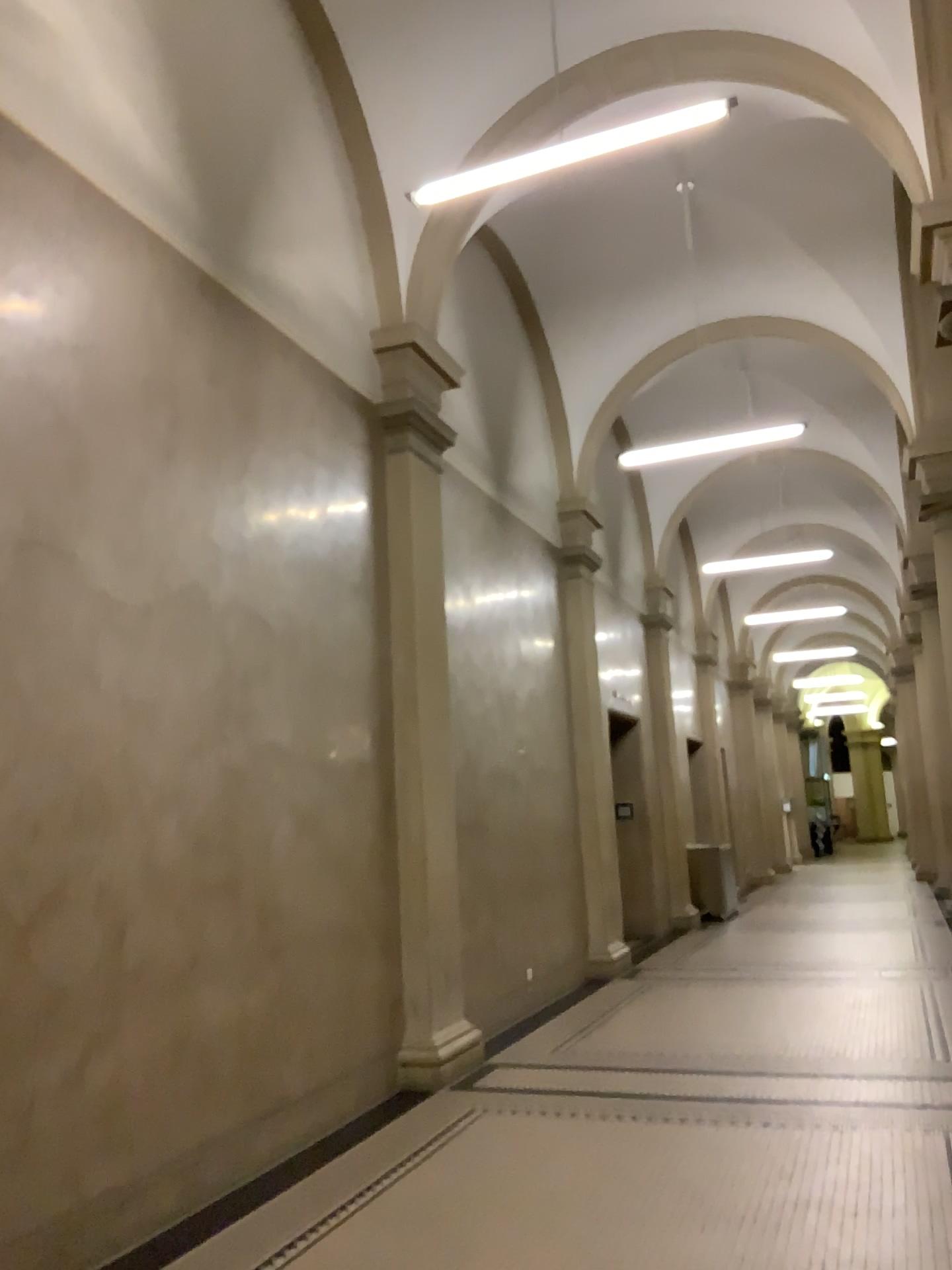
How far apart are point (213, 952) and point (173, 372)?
2.62m
